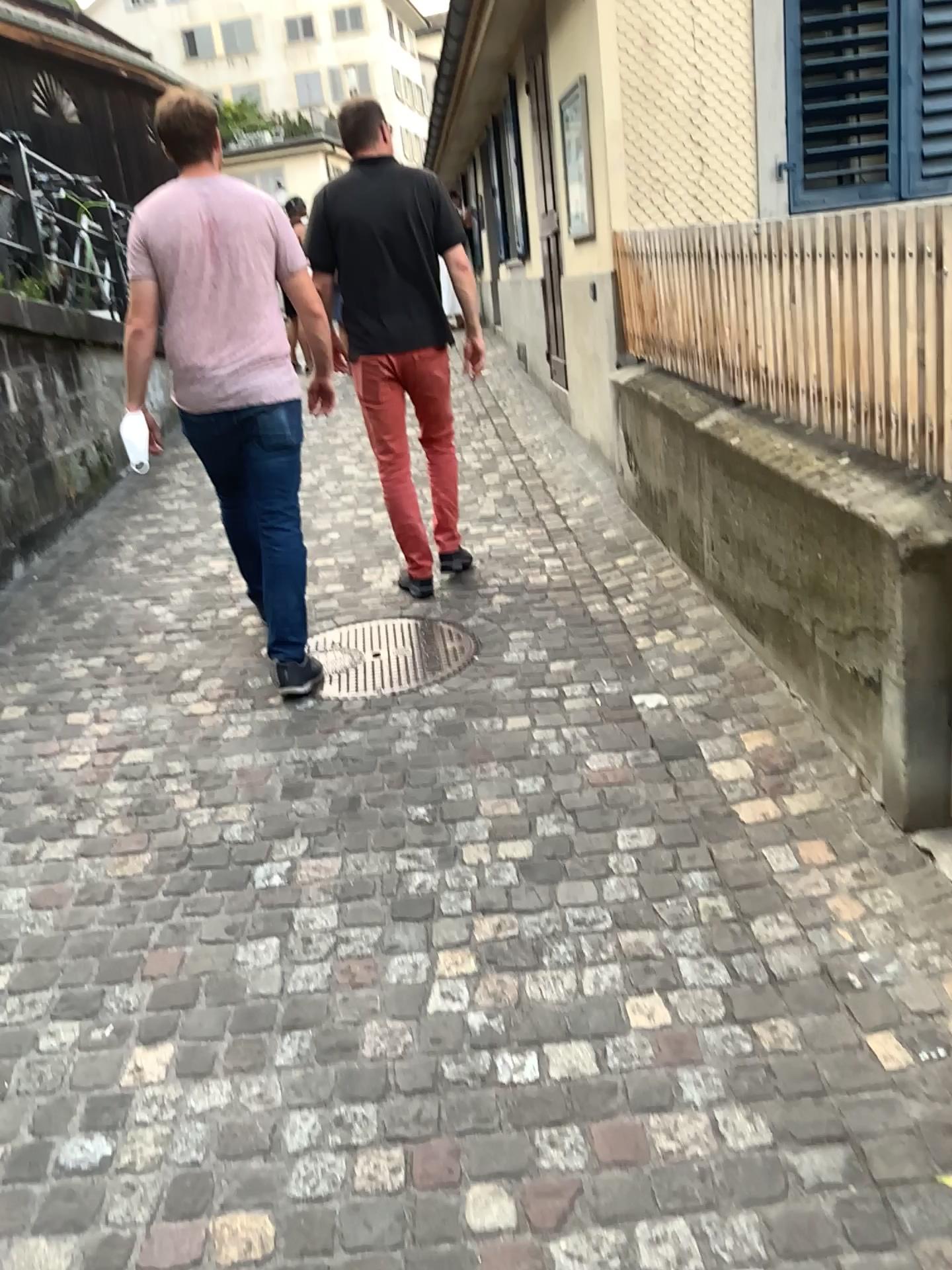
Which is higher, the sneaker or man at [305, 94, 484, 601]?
man at [305, 94, 484, 601]

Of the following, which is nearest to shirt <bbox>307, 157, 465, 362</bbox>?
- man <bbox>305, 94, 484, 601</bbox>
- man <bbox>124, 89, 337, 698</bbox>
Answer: man <bbox>305, 94, 484, 601</bbox>

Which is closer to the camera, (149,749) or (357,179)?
(149,749)

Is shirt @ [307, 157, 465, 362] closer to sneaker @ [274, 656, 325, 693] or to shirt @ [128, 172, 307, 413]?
shirt @ [128, 172, 307, 413]

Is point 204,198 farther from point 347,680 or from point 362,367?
point 347,680

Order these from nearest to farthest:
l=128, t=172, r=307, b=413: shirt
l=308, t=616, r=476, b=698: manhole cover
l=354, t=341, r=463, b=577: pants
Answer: A: l=128, t=172, r=307, b=413: shirt → l=308, t=616, r=476, b=698: manhole cover → l=354, t=341, r=463, b=577: pants

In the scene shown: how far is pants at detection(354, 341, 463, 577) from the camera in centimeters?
404cm

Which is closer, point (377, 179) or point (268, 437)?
point (268, 437)

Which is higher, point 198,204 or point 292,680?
point 198,204

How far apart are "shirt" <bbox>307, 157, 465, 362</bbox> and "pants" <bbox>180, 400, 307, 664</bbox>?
0.7m
